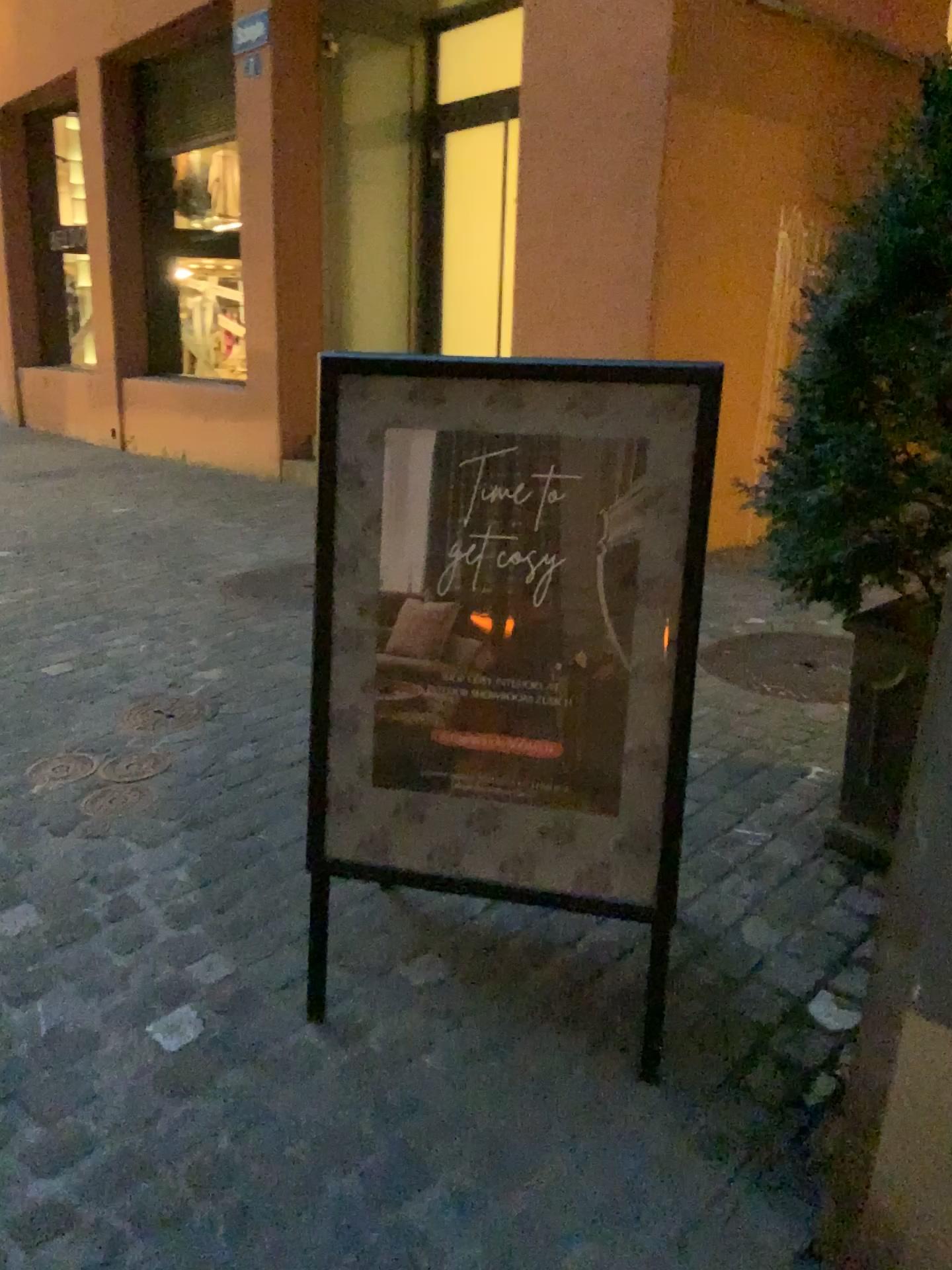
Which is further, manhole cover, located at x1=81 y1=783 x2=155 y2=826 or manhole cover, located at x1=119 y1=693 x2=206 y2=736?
manhole cover, located at x1=119 y1=693 x2=206 y2=736

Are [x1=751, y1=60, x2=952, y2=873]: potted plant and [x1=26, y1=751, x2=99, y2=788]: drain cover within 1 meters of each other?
no

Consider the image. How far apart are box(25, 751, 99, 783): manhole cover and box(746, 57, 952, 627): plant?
1.83m

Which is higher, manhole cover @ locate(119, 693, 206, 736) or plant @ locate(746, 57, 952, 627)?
plant @ locate(746, 57, 952, 627)

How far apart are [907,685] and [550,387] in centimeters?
108cm

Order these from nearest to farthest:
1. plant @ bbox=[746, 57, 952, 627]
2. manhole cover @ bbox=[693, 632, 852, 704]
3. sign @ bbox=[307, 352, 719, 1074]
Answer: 1. sign @ bbox=[307, 352, 719, 1074]
2. plant @ bbox=[746, 57, 952, 627]
3. manhole cover @ bbox=[693, 632, 852, 704]

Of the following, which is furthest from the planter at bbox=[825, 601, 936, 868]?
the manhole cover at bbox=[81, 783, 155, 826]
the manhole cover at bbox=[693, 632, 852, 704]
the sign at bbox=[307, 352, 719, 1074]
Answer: the manhole cover at bbox=[81, 783, 155, 826]

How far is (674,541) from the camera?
1.61m

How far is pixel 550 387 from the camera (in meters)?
1.63

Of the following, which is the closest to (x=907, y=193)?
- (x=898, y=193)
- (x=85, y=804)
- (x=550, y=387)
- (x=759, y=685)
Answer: (x=898, y=193)
